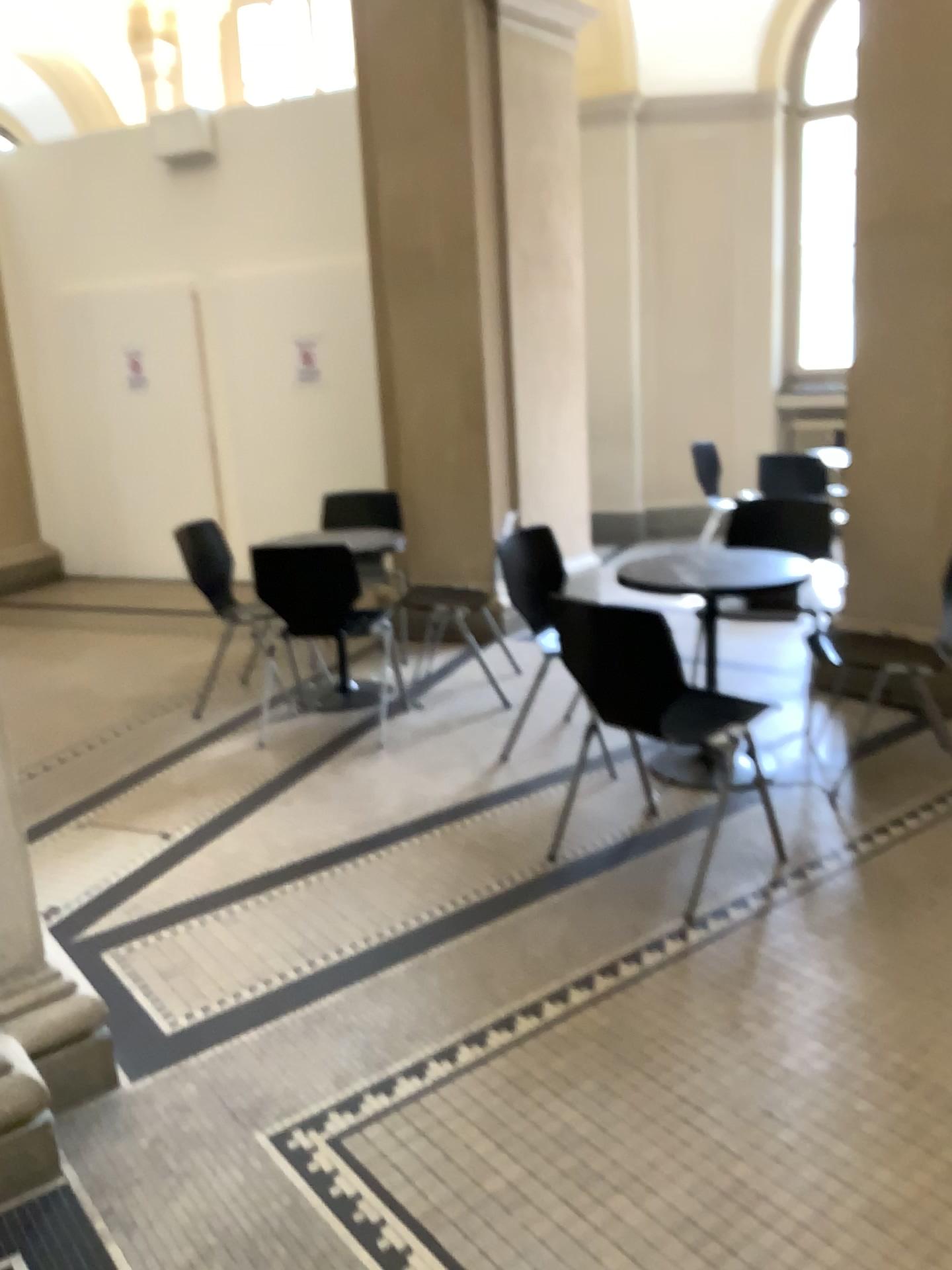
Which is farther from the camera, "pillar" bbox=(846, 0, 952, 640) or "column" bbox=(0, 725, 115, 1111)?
"pillar" bbox=(846, 0, 952, 640)

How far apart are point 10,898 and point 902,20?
4.20m

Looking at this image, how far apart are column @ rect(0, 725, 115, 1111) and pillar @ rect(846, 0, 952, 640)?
3.4m

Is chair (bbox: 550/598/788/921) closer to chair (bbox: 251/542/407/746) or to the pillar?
chair (bbox: 251/542/407/746)

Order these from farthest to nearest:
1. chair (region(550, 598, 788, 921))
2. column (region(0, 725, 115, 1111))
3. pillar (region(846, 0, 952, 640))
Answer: pillar (region(846, 0, 952, 640)) < chair (region(550, 598, 788, 921)) < column (region(0, 725, 115, 1111))

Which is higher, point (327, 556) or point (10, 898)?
point (327, 556)

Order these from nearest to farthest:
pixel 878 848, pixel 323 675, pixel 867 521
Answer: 1. pixel 878 848
2. pixel 867 521
3. pixel 323 675

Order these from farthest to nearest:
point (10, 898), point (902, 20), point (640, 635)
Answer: point (902, 20)
point (640, 635)
point (10, 898)

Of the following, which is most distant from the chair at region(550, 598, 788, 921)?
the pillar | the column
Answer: the pillar

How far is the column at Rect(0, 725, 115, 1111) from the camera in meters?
2.1
